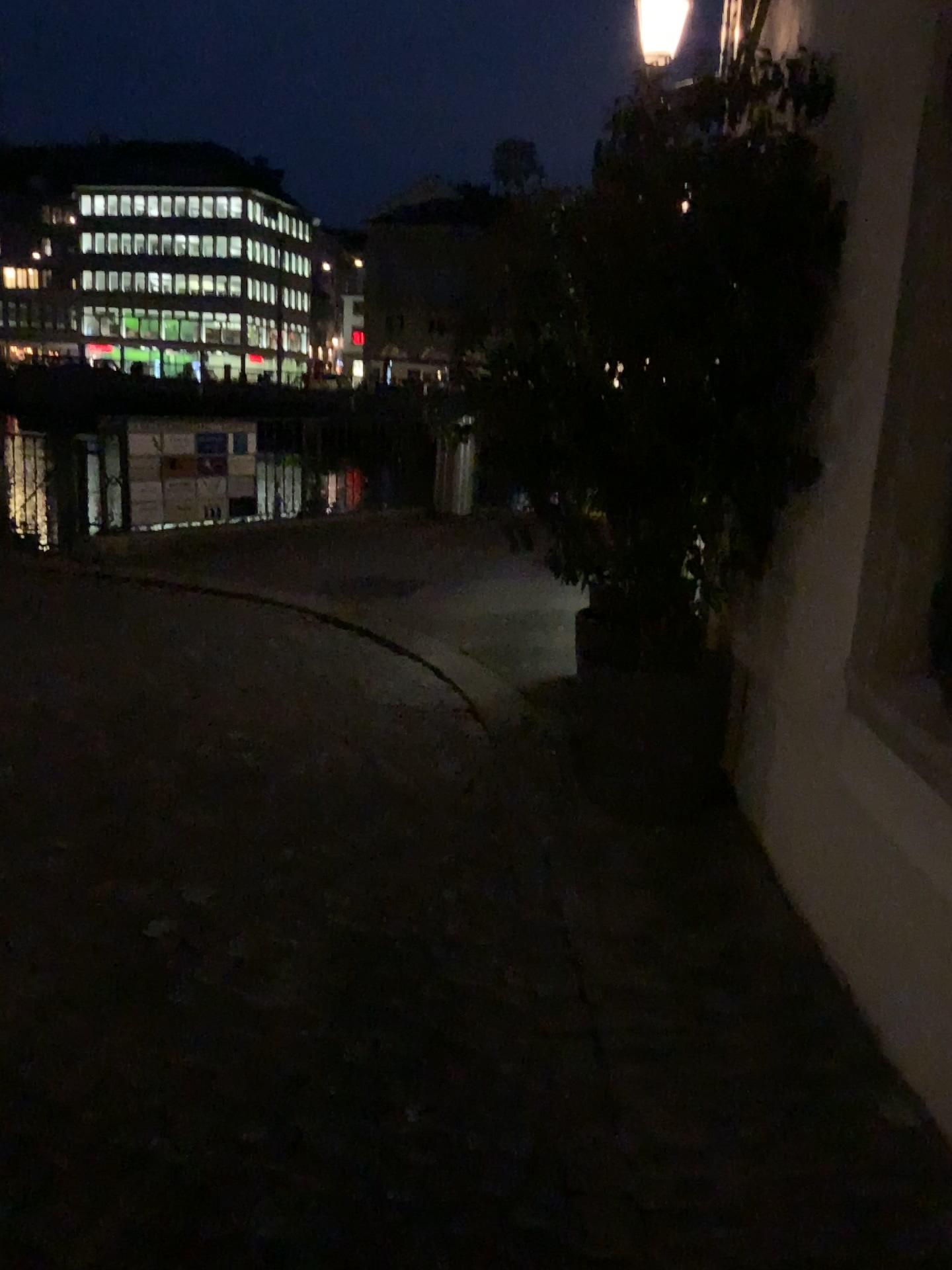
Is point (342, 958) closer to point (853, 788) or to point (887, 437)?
point (853, 788)

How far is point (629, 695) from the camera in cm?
351

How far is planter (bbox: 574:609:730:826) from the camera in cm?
351
